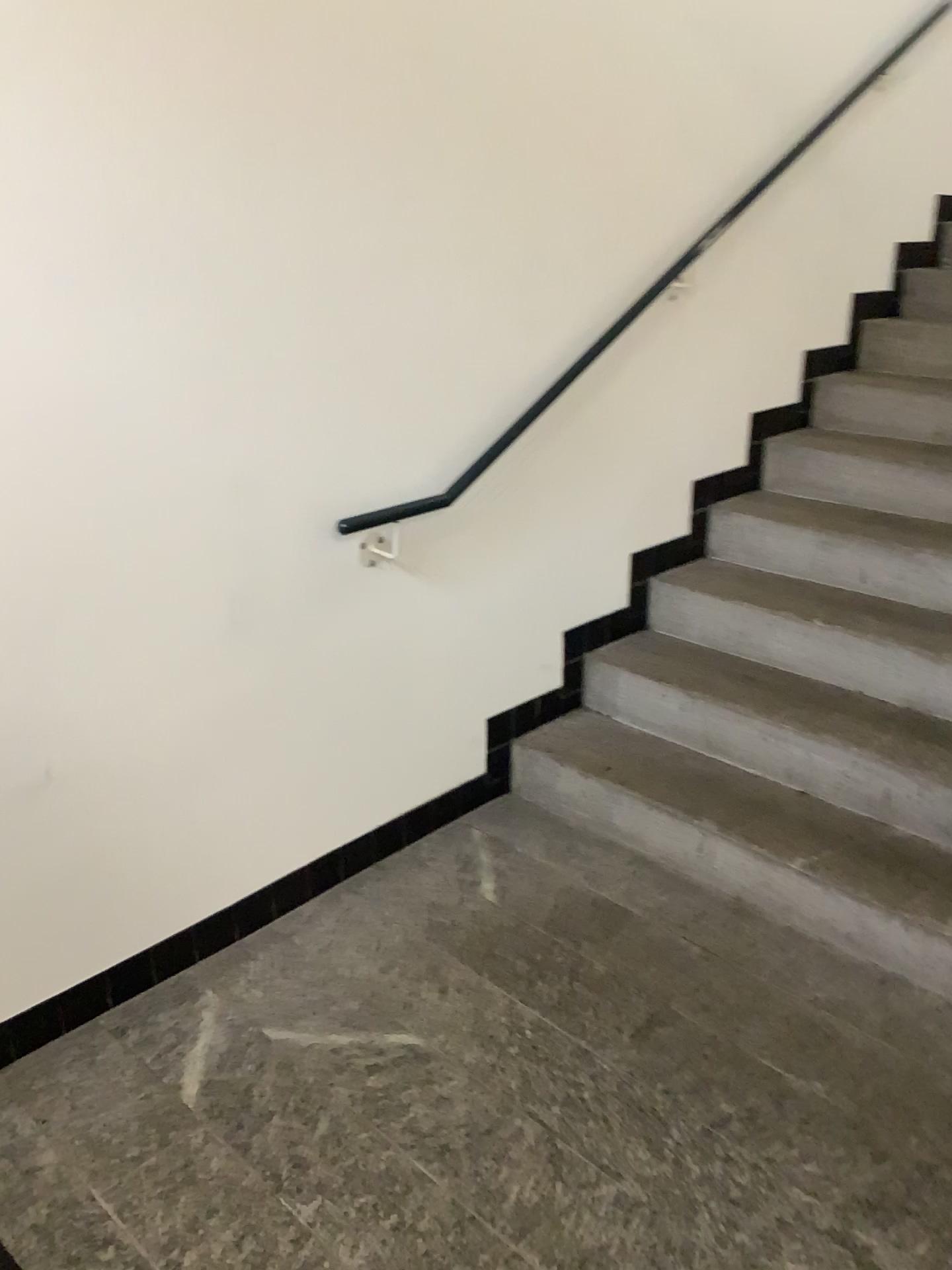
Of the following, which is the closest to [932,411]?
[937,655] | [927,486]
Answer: [927,486]

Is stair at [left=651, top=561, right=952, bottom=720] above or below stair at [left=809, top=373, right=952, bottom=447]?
below

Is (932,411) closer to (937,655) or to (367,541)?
(937,655)

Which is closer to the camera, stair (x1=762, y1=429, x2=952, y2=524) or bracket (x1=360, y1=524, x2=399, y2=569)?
bracket (x1=360, y1=524, x2=399, y2=569)

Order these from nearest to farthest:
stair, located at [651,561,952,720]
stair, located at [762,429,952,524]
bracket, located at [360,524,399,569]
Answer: bracket, located at [360,524,399,569] → stair, located at [651,561,952,720] → stair, located at [762,429,952,524]

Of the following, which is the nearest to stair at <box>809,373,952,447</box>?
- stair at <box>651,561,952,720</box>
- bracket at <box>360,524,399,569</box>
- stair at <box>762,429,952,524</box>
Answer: stair at <box>762,429,952,524</box>

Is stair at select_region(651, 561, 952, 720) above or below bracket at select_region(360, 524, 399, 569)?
below

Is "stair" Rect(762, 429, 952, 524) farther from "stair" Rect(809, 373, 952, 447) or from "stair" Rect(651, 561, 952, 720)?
"stair" Rect(651, 561, 952, 720)

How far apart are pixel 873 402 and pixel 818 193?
0.69m

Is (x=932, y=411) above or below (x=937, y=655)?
above
